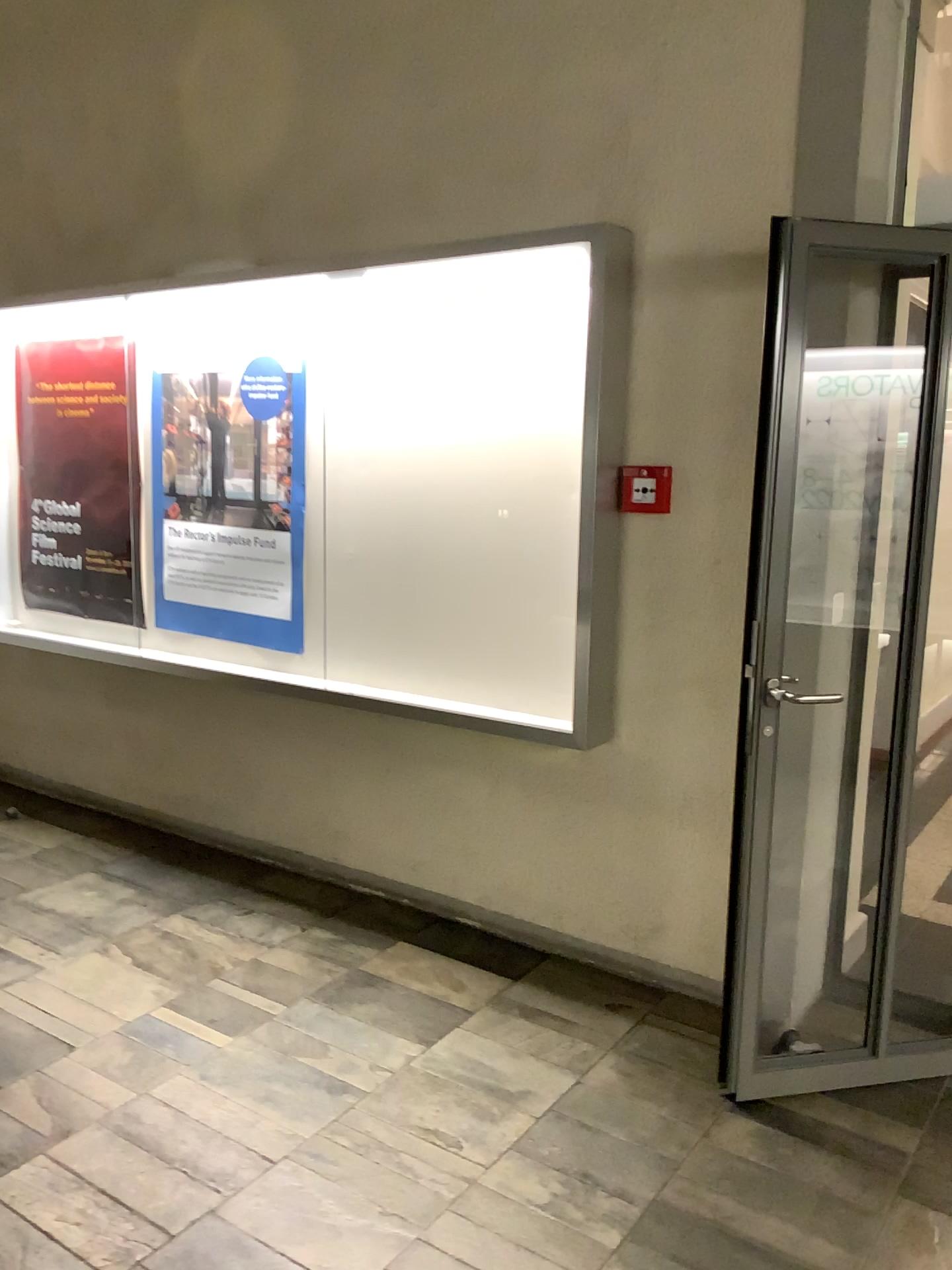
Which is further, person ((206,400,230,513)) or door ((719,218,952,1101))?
person ((206,400,230,513))

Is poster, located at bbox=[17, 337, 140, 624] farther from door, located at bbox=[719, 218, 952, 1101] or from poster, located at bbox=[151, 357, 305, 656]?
door, located at bbox=[719, 218, 952, 1101]

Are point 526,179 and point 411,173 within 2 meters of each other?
yes

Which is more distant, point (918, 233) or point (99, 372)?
point (99, 372)

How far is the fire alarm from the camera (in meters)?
3.03

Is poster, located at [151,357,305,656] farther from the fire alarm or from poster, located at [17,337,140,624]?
the fire alarm

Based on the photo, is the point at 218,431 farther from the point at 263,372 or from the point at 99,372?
the point at 99,372

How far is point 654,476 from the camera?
3.04m

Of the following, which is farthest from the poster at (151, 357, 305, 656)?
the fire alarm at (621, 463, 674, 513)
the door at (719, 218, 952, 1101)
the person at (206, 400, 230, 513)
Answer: the door at (719, 218, 952, 1101)

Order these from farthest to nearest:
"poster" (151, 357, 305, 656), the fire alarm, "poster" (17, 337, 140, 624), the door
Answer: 1. "poster" (17, 337, 140, 624)
2. "poster" (151, 357, 305, 656)
3. the fire alarm
4. the door
